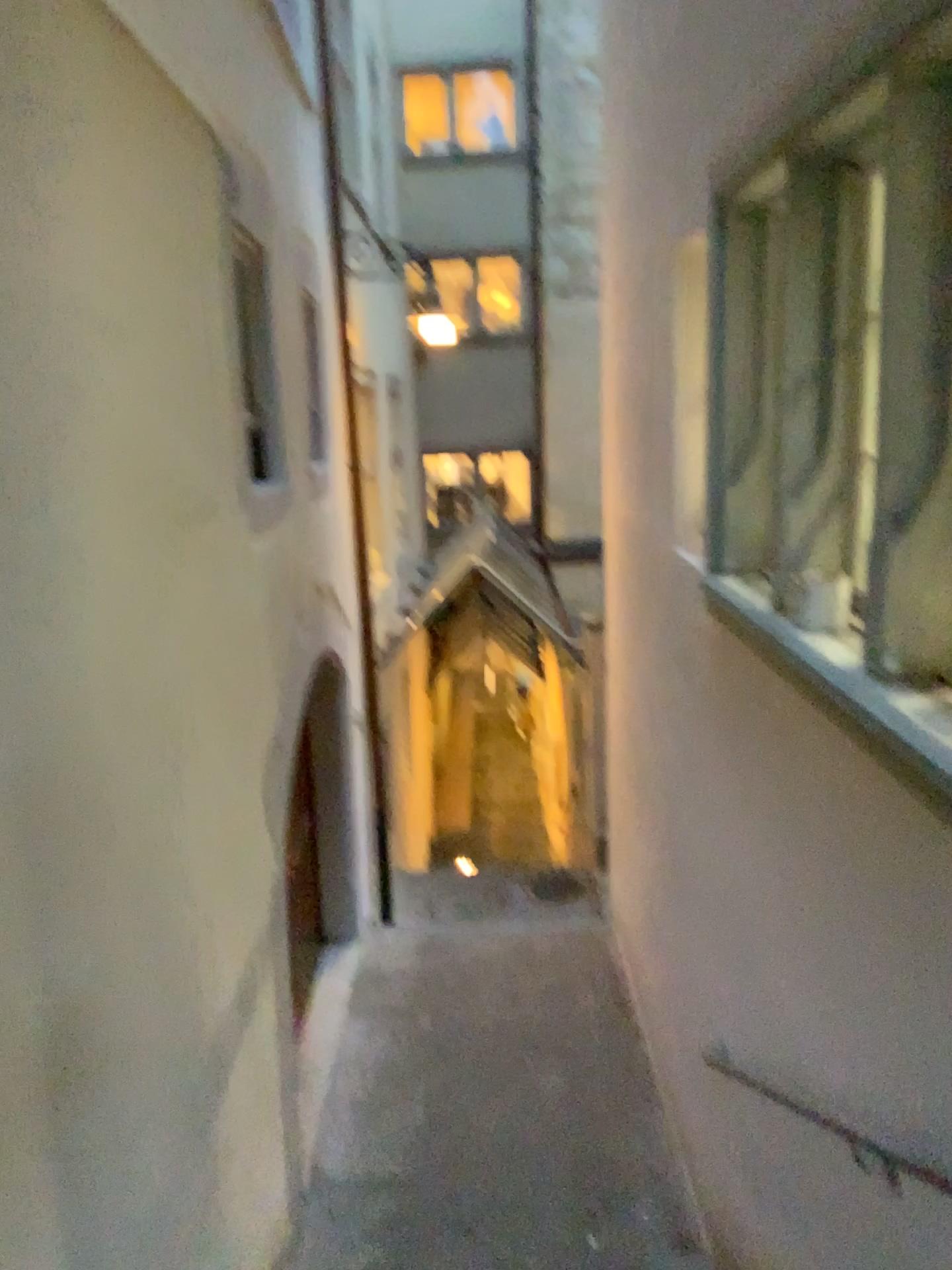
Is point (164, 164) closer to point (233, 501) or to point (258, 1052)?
point (233, 501)

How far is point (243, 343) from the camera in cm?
407

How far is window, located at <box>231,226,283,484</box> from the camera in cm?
407
